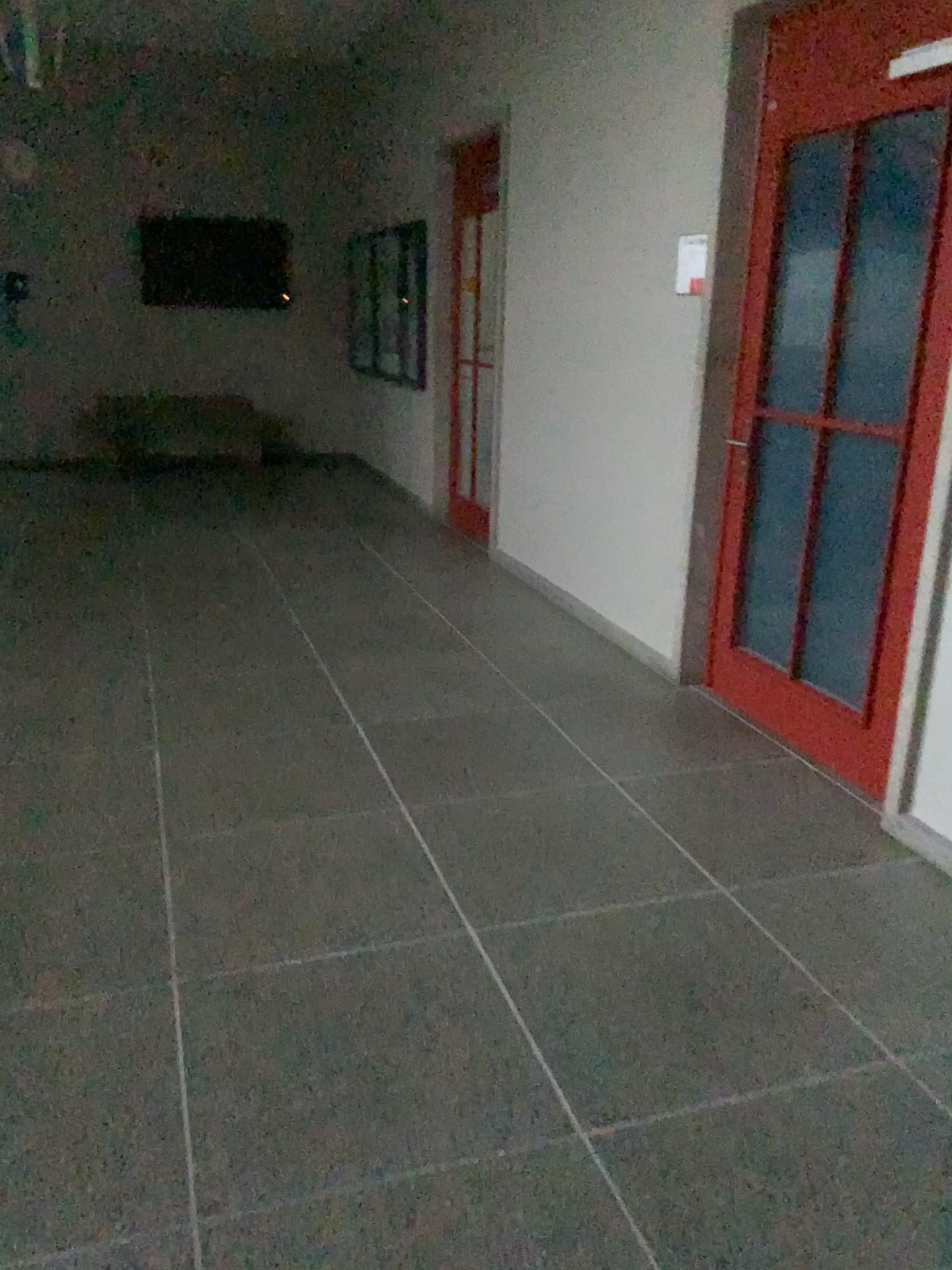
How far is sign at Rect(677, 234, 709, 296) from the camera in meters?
3.9

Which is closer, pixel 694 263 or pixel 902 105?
pixel 902 105

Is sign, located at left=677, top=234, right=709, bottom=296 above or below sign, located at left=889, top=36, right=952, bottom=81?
below

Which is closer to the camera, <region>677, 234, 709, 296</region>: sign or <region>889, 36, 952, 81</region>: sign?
<region>889, 36, 952, 81</region>: sign

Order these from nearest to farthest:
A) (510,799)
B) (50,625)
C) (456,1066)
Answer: (456,1066), (510,799), (50,625)

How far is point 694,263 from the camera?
3.91m

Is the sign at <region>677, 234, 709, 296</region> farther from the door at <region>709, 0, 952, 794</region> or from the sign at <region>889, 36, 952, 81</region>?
the sign at <region>889, 36, 952, 81</region>

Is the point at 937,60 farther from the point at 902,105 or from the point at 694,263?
the point at 694,263

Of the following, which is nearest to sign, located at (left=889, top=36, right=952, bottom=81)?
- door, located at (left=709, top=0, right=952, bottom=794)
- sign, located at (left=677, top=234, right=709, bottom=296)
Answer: door, located at (left=709, top=0, right=952, bottom=794)
